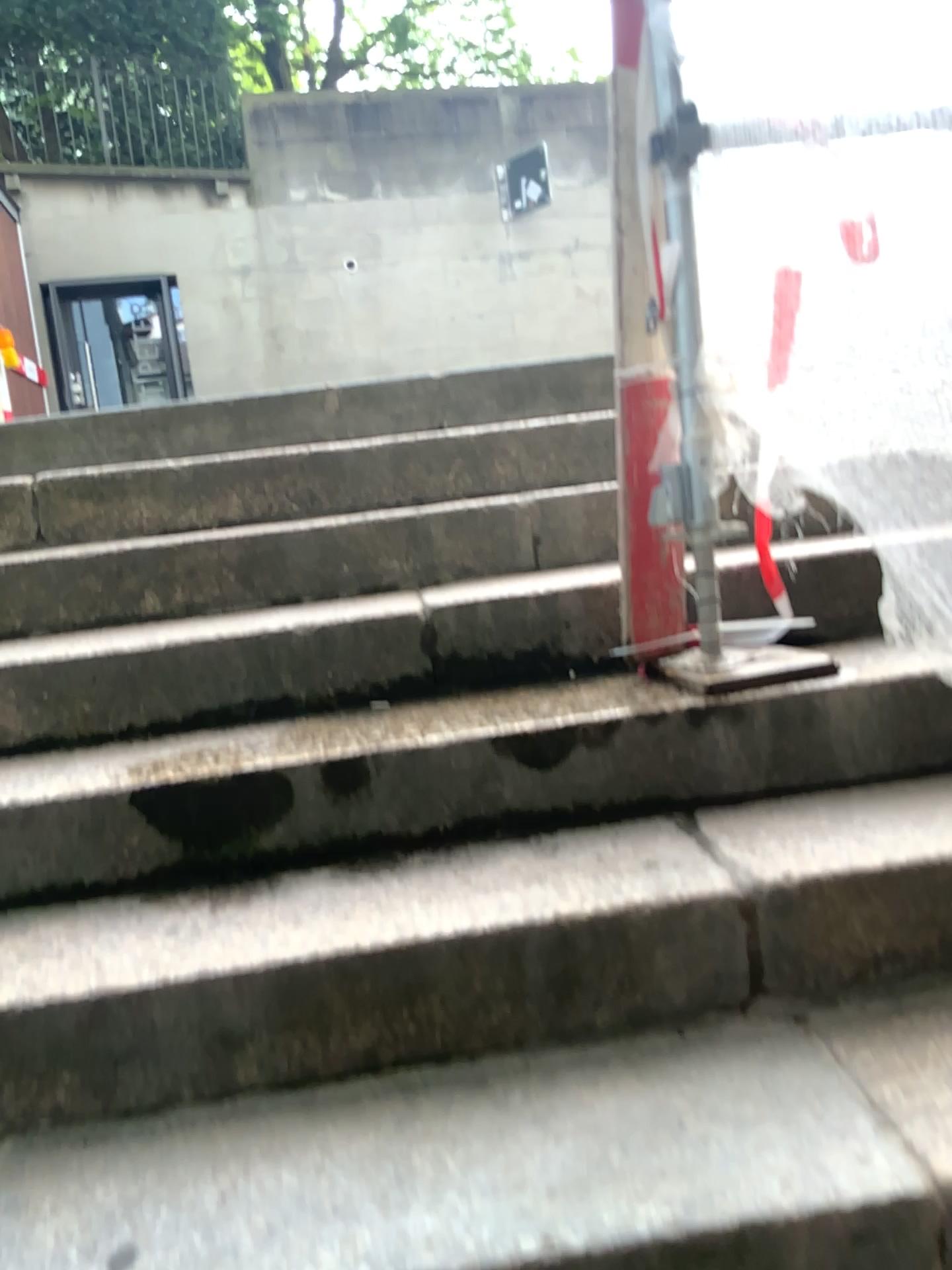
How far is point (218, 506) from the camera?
2.30m

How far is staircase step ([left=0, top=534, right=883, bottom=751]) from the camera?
1.9m

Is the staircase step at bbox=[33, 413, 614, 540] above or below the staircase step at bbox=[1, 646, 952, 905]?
above

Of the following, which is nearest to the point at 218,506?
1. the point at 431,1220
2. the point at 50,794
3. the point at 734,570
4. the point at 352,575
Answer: the point at 352,575

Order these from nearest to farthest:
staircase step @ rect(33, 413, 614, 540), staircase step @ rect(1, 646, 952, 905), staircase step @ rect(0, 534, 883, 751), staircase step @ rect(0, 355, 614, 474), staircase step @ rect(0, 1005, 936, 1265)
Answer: staircase step @ rect(0, 1005, 936, 1265), staircase step @ rect(1, 646, 952, 905), staircase step @ rect(0, 534, 883, 751), staircase step @ rect(33, 413, 614, 540), staircase step @ rect(0, 355, 614, 474)

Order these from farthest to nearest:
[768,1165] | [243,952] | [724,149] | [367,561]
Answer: [367,561] → [724,149] → [243,952] → [768,1165]

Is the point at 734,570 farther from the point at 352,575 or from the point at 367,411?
the point at 367,411

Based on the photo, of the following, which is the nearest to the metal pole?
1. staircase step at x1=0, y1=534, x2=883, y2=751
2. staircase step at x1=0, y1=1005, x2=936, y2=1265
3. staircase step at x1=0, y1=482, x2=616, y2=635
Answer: staircase step at x1=0, y1=534, x2=883, y2=751

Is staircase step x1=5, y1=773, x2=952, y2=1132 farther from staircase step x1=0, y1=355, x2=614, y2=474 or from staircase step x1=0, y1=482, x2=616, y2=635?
staircase step x1=0, y1=355, x2=614, y2=474

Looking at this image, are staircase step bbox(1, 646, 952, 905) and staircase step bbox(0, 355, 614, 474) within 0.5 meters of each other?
no
